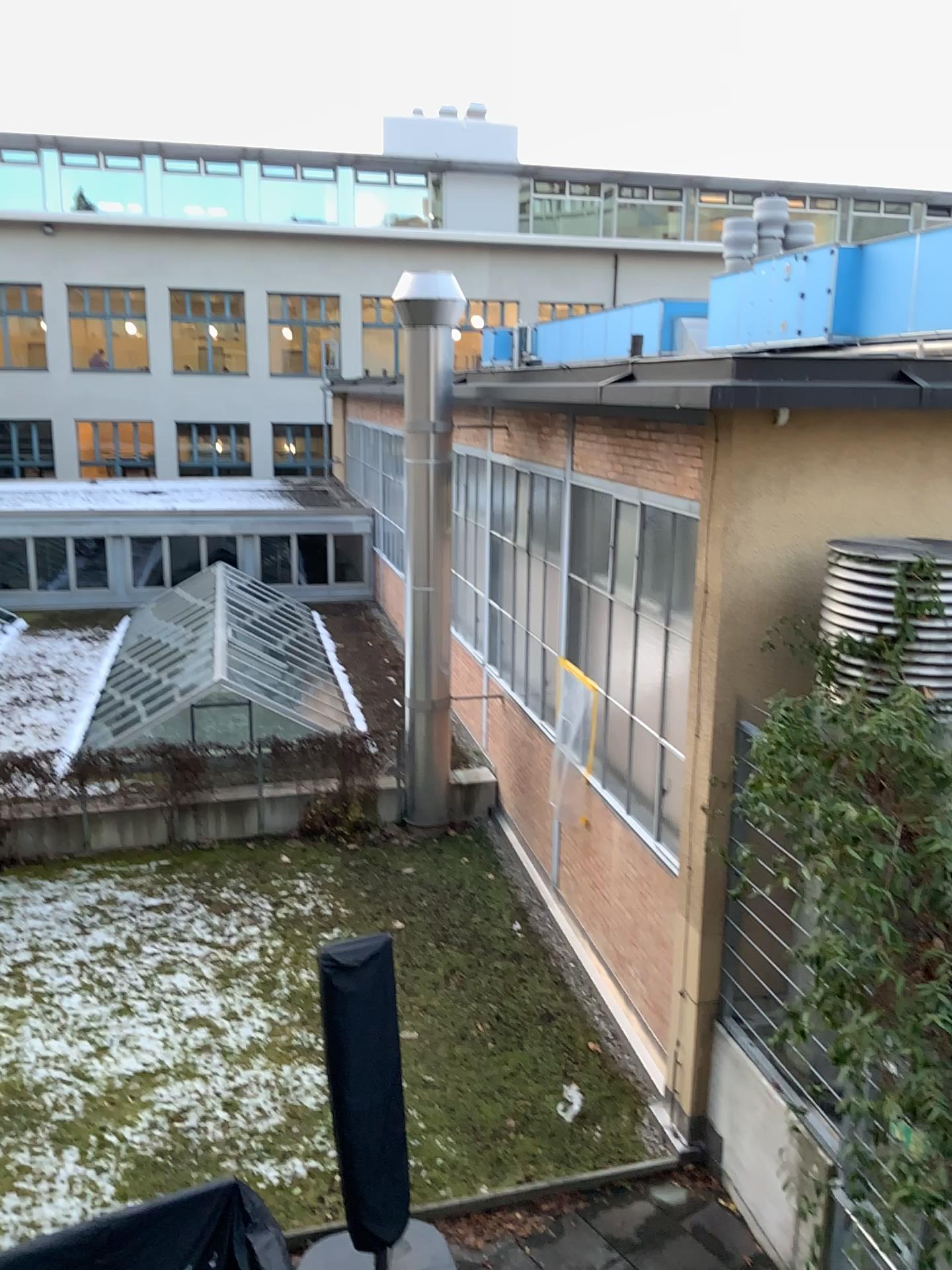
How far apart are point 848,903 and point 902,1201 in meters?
1.2
